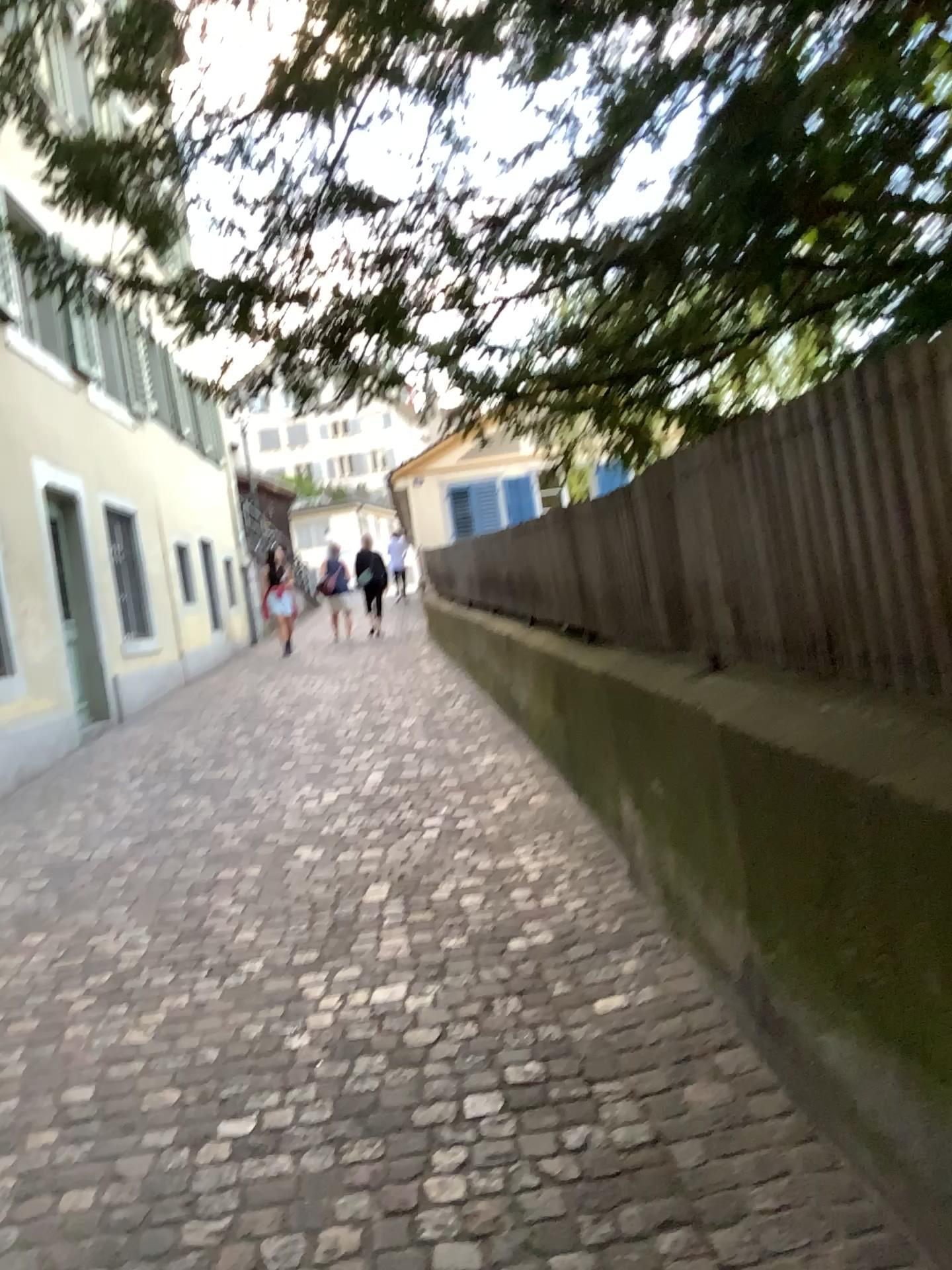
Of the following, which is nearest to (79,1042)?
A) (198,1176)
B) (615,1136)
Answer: (198,1176)
